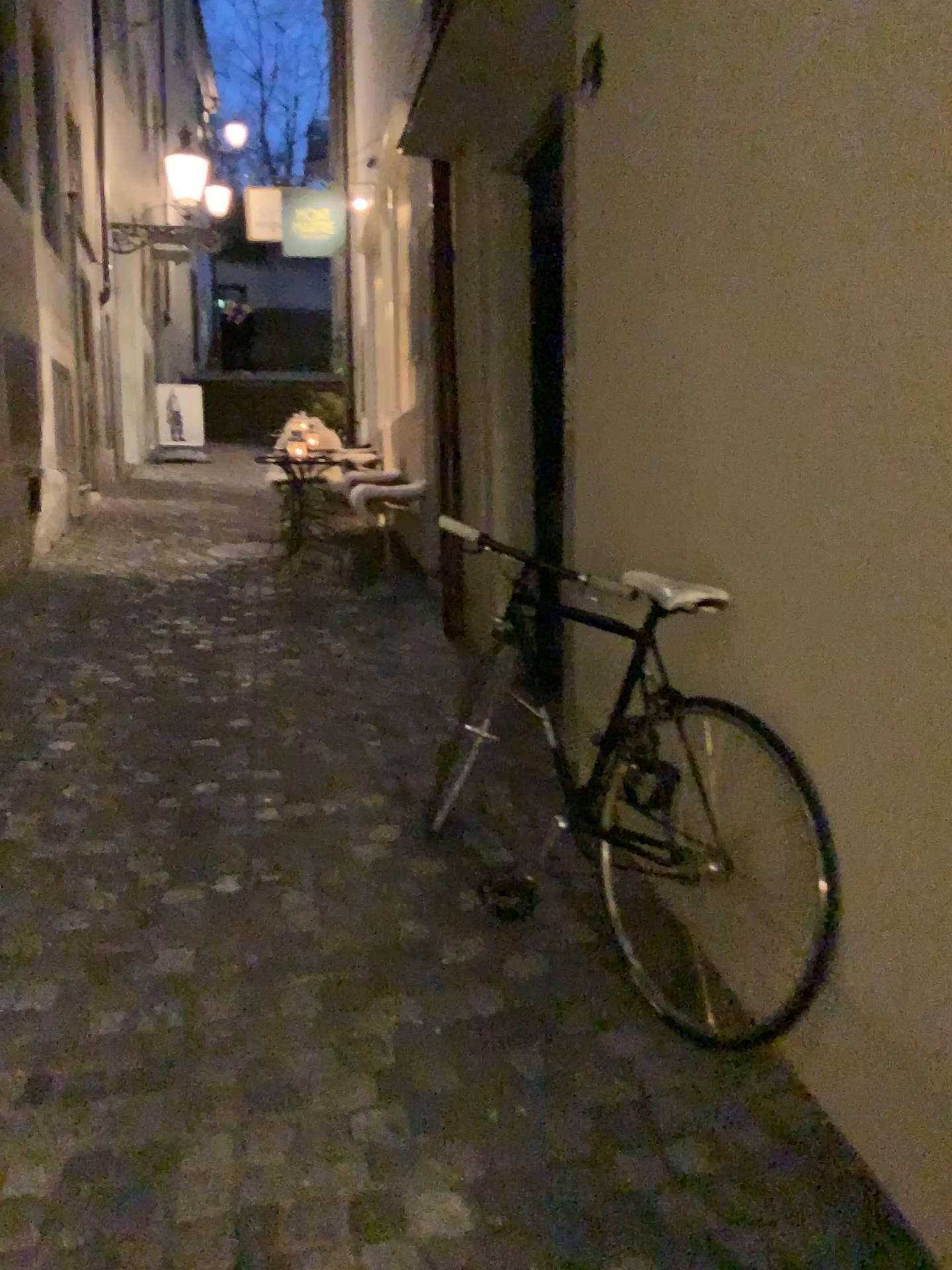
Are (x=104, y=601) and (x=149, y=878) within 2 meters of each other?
no
